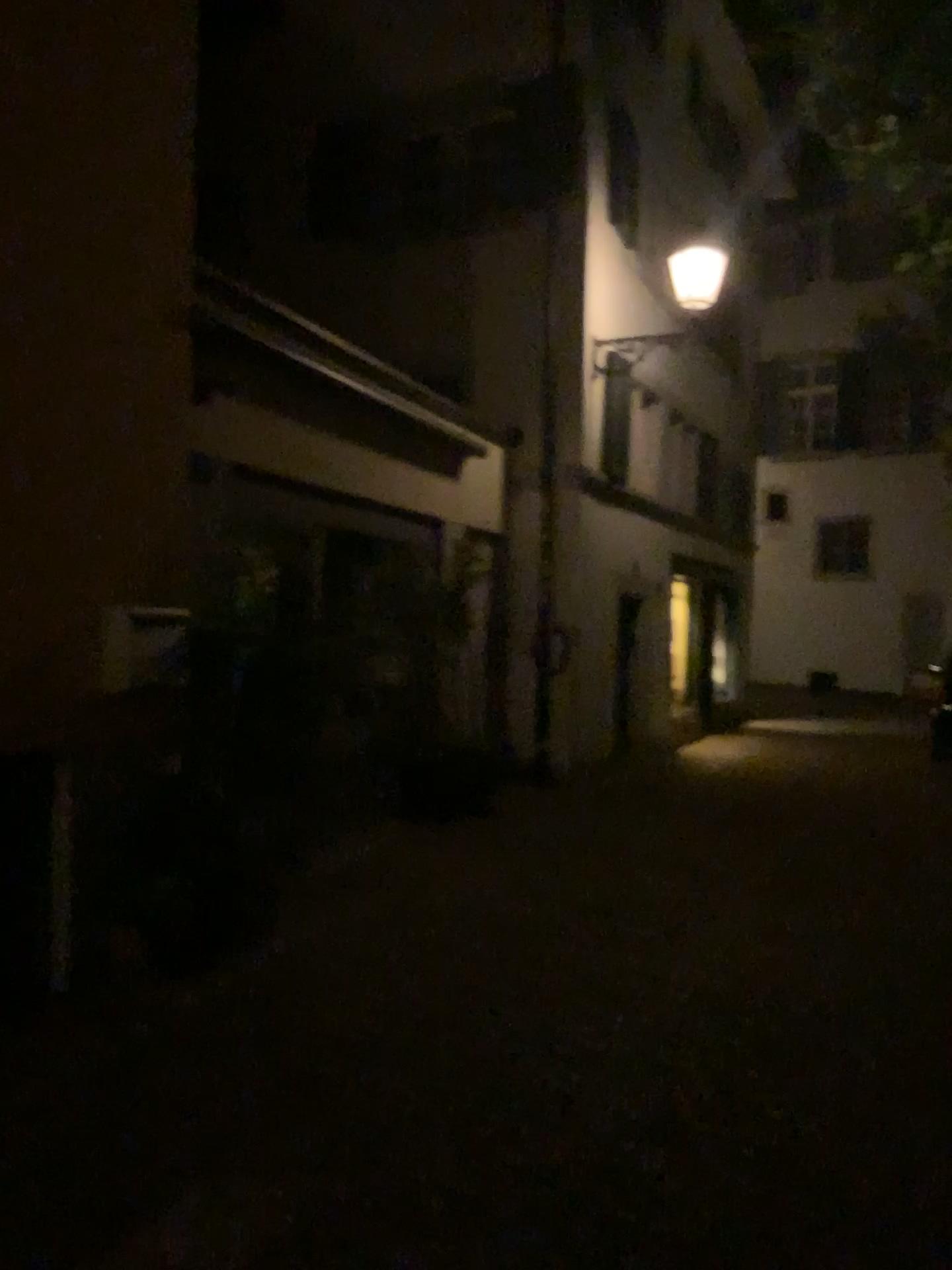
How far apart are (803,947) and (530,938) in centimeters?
134cm
